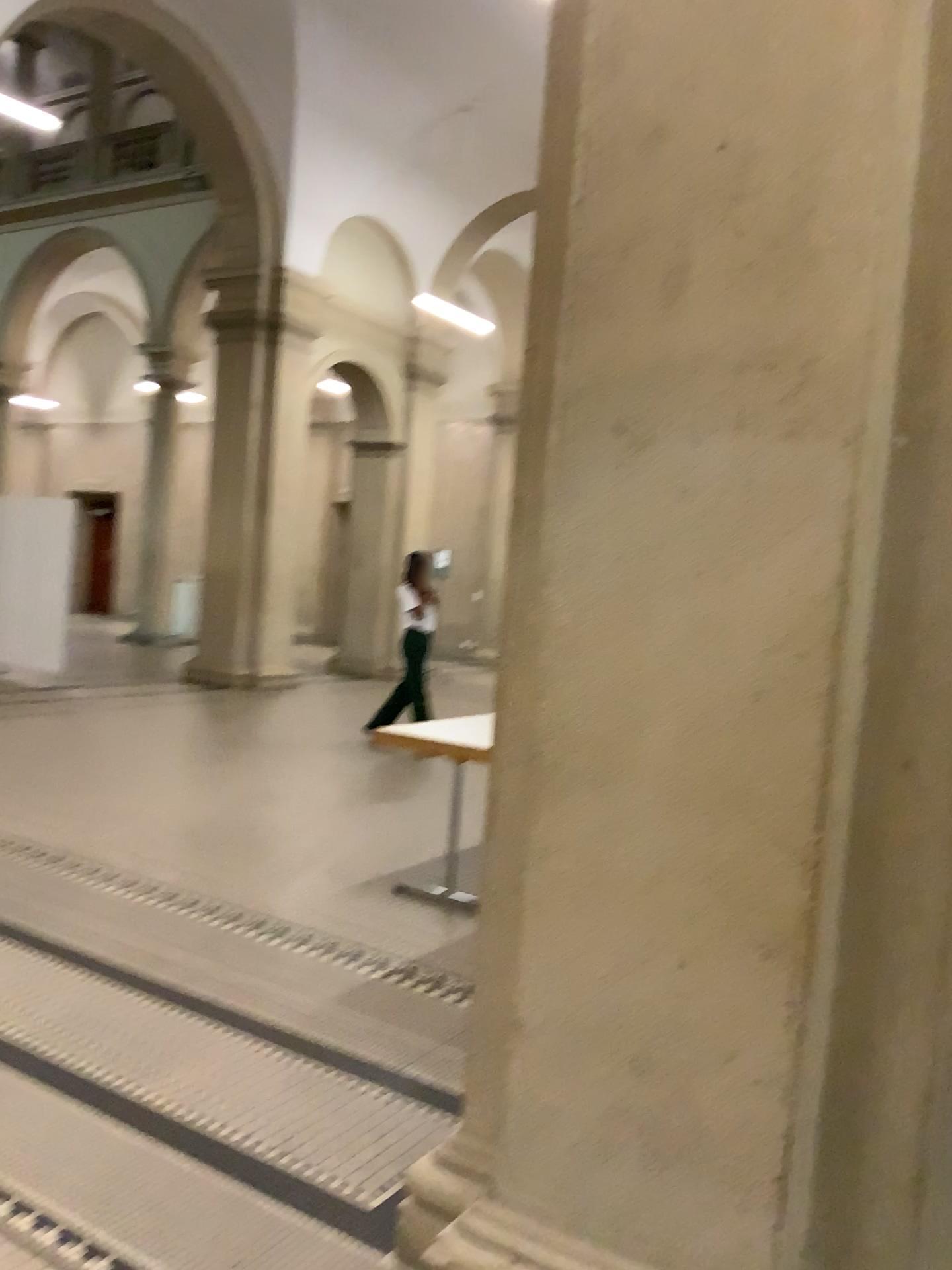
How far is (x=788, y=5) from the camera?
1.72m

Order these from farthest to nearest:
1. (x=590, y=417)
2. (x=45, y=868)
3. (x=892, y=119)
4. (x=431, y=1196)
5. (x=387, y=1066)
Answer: (x=45, y=868) < (x=387, y=1066) < (x=431, y=1196) < (x=590, y=417) < (x=892, y=119)

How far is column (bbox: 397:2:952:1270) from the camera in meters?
1.7 m
